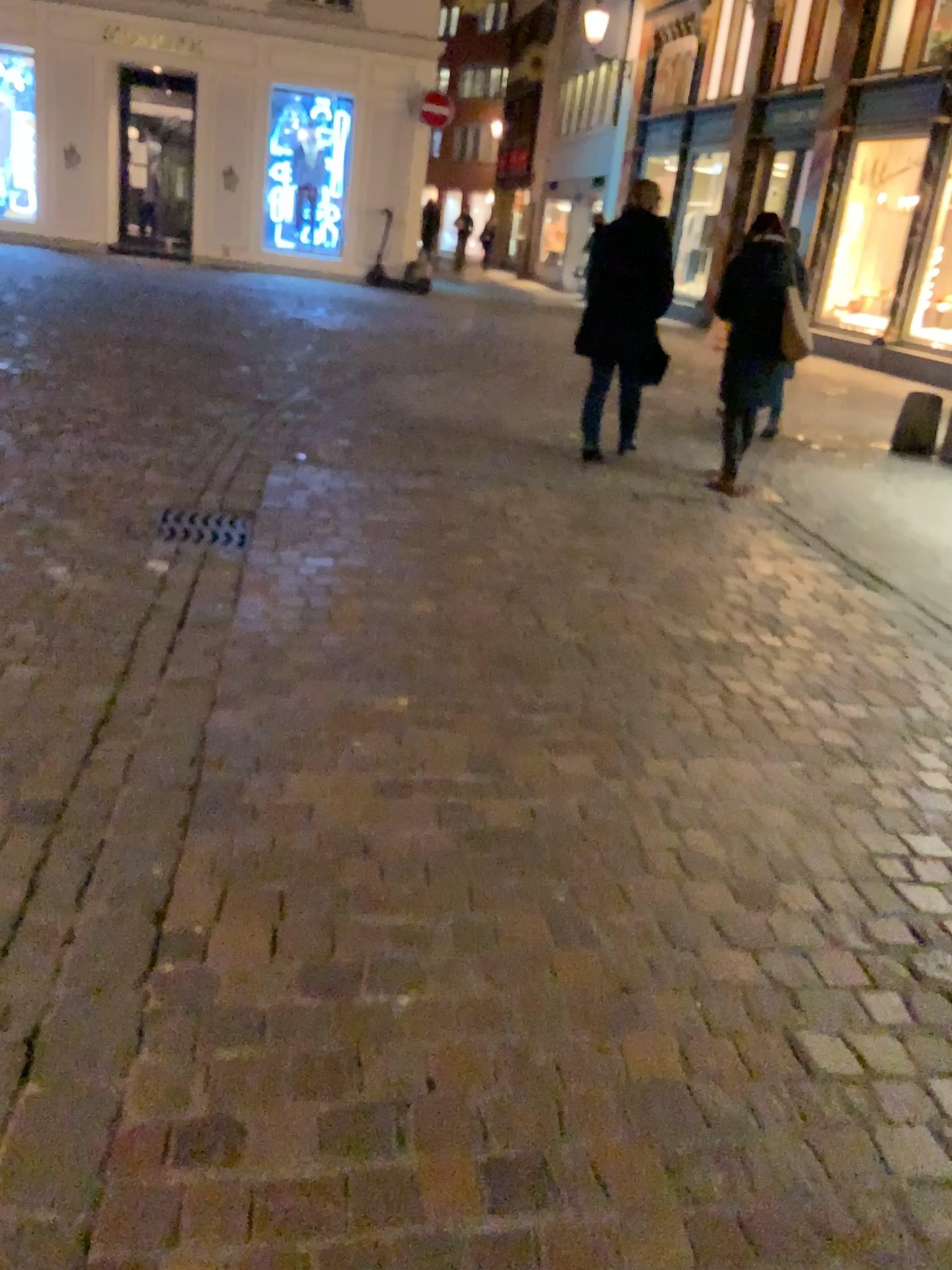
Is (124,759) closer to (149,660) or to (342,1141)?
(149,660)

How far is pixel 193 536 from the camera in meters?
4.2 m

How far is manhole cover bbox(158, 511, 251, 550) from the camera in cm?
424

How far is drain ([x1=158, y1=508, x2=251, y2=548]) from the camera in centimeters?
424cm

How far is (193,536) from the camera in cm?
423
